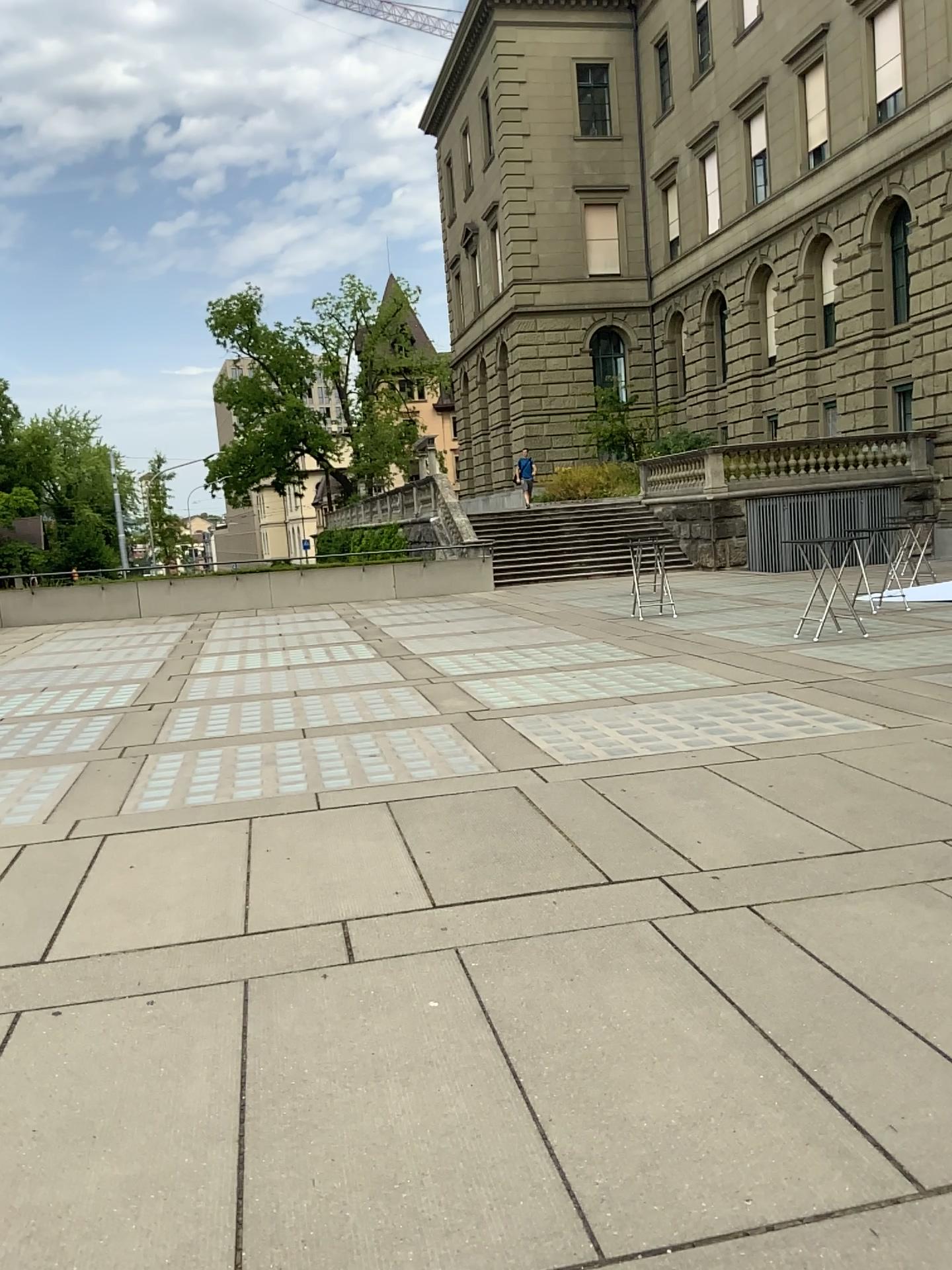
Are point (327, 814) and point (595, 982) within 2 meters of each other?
no
